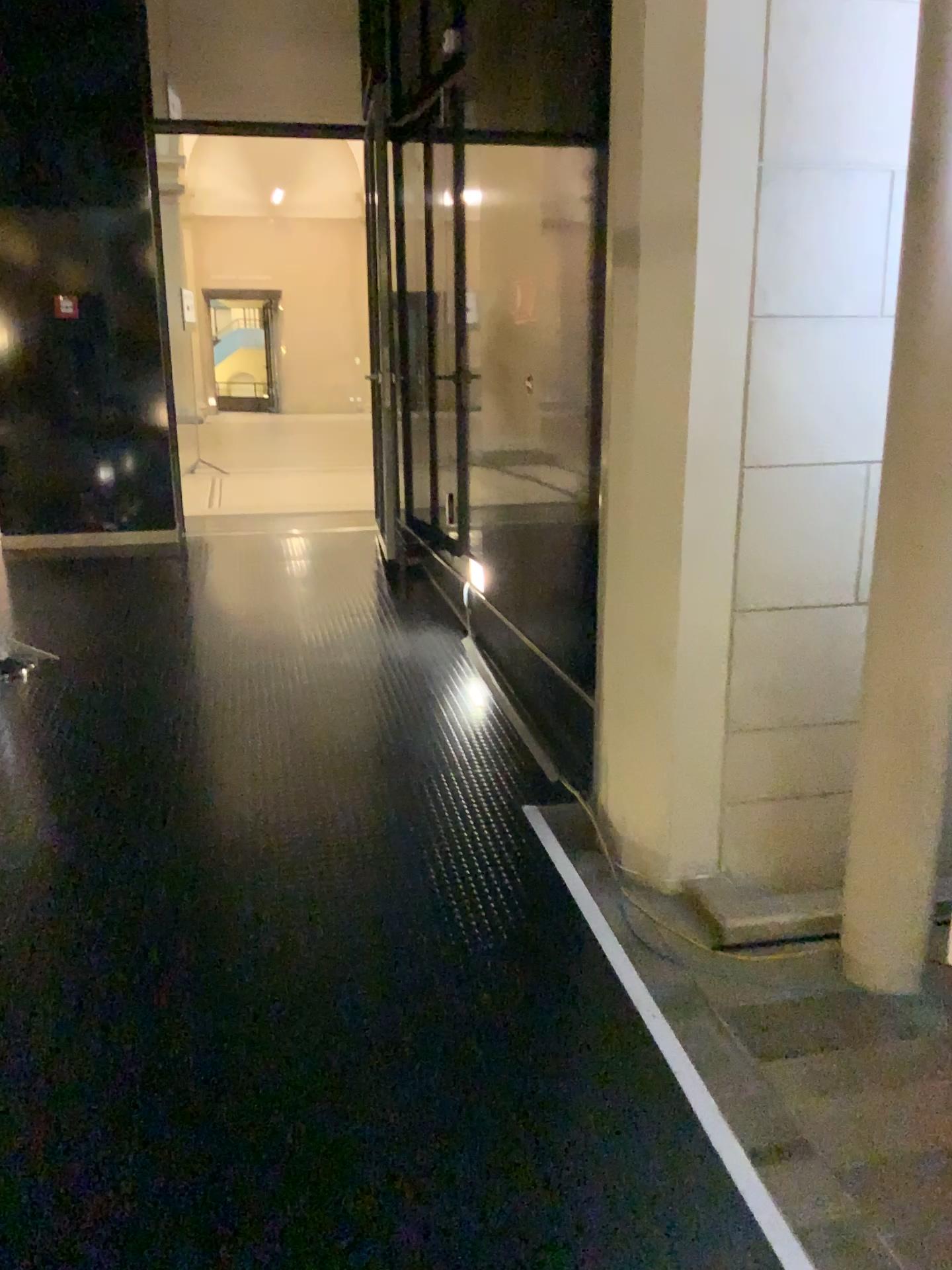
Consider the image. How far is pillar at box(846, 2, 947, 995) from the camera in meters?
2.2

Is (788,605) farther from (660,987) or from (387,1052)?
(387,1052)

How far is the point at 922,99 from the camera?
2.2 meters
